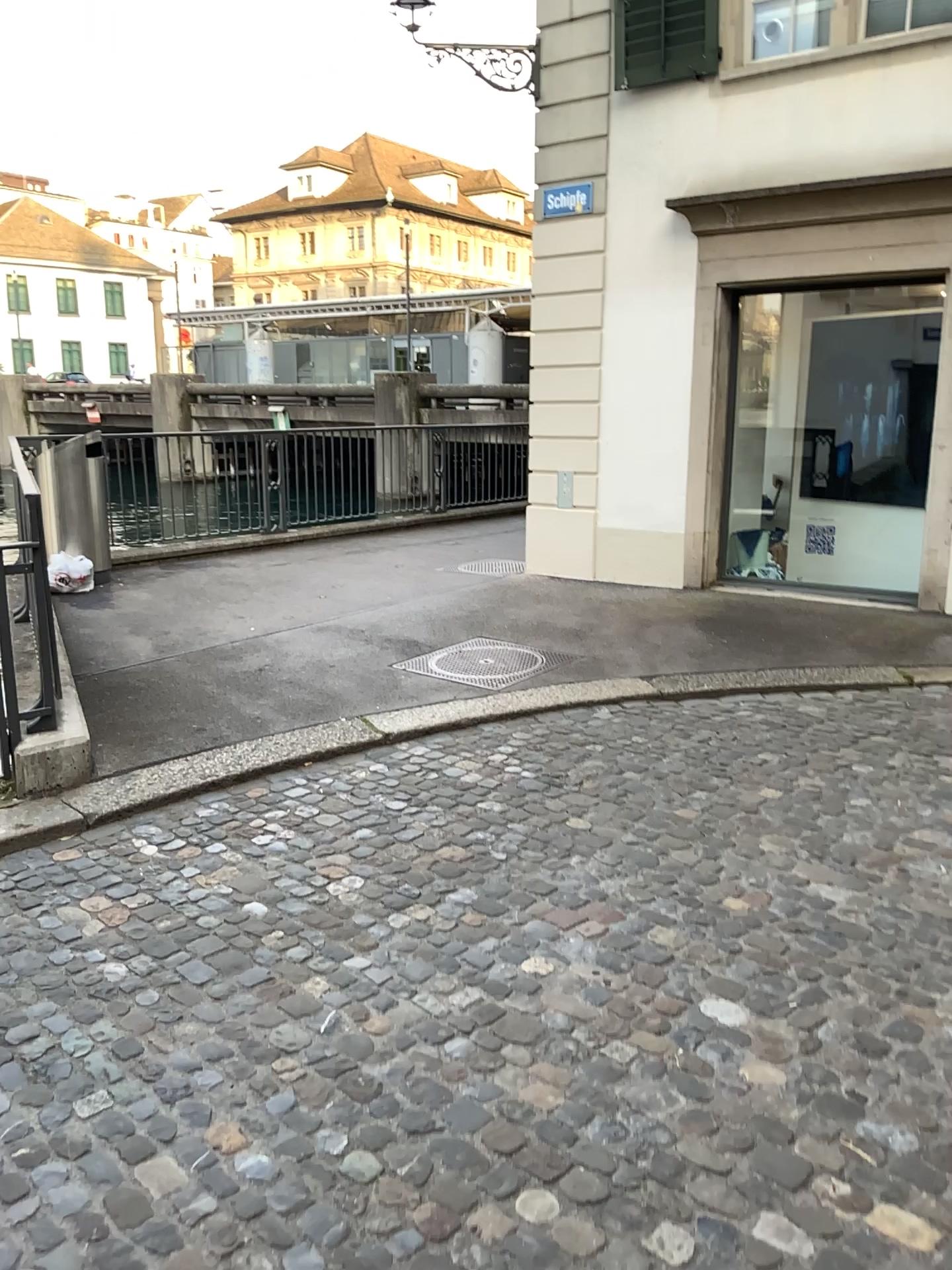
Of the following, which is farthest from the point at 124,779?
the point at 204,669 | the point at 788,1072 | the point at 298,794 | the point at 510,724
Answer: the point at 788,1072
